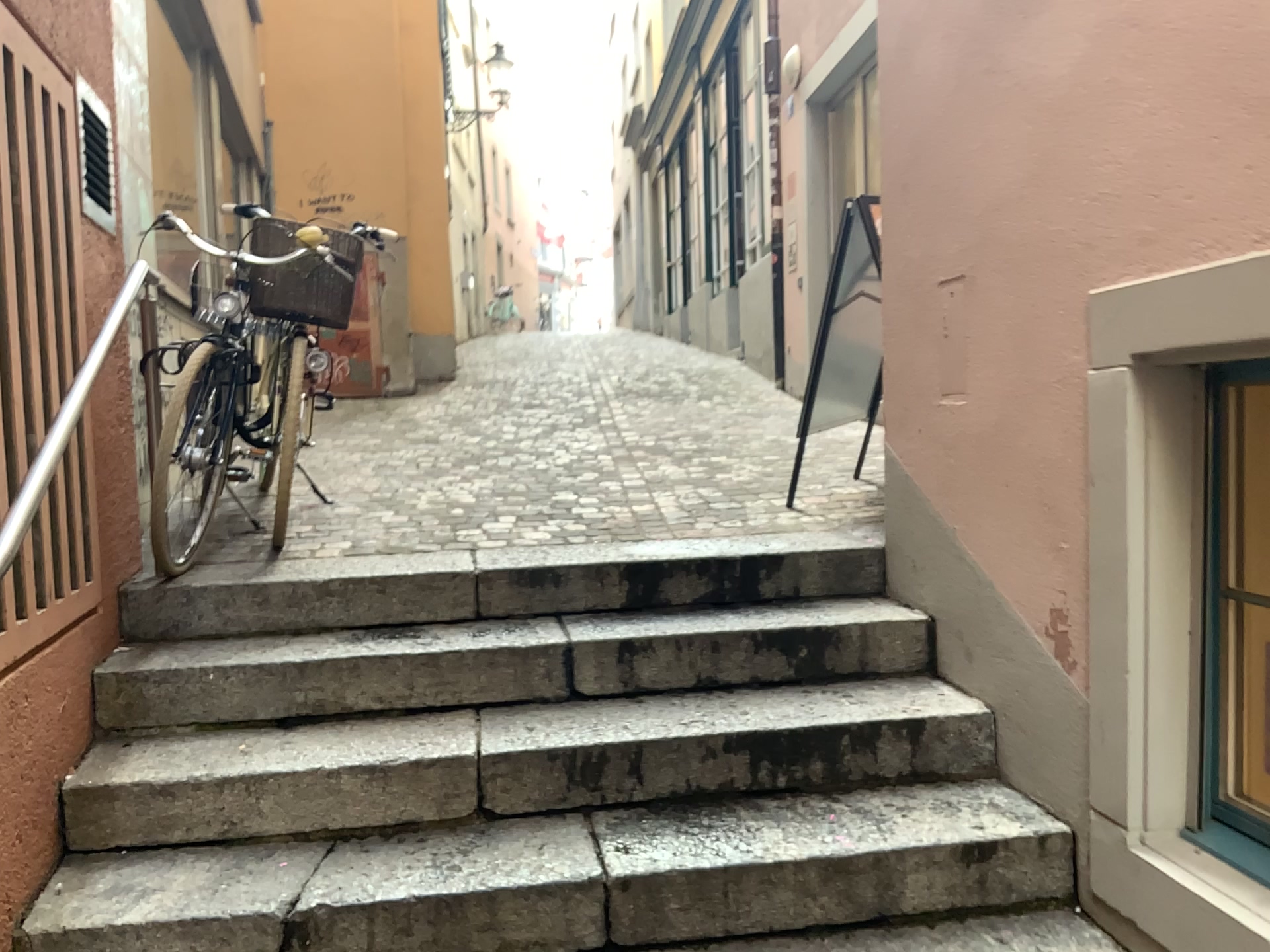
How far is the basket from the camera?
3.3 meters

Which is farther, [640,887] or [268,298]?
[268,298]

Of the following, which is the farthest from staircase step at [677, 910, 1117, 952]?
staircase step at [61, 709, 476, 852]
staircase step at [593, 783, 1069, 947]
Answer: staircase step at [61, 709, 476, 852]

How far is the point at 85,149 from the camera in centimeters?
269cm

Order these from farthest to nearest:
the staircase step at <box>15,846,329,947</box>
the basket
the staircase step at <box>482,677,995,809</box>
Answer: the basket → the staircase step at <box>482,677,995,809</box> → the staircase step at <box>15,846,329,947</box>

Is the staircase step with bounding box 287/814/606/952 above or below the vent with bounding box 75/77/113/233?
below

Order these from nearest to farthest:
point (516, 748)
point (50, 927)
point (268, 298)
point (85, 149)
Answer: point (50, 927), point (516, 748), point (85, 149), point (268, 298)

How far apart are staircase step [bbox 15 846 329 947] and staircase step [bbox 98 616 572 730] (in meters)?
0.37

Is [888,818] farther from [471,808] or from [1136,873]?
[471,808]

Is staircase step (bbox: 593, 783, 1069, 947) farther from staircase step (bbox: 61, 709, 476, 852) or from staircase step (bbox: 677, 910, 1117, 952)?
staircase step (bbox: 61, 709, 476, 852)
